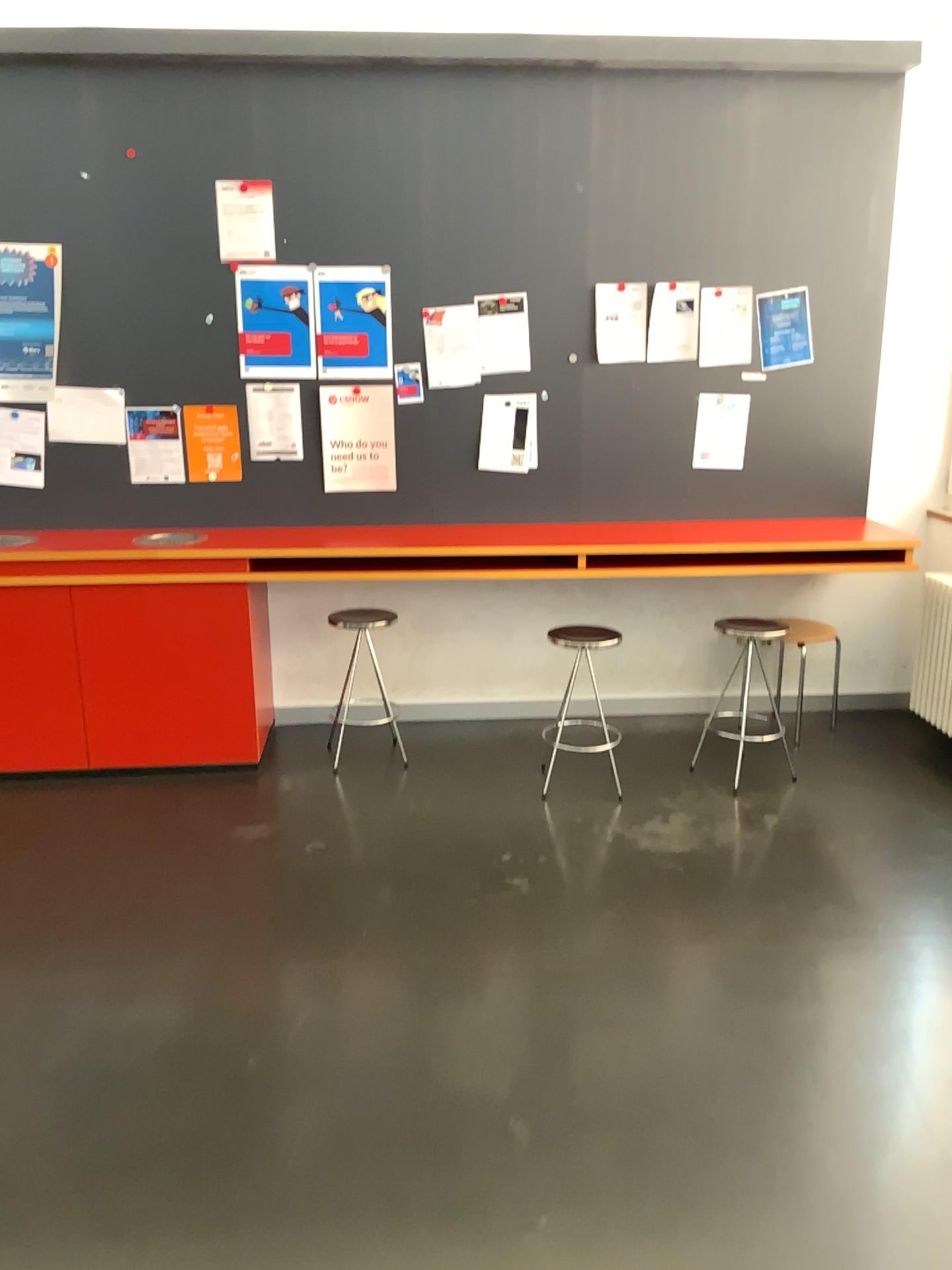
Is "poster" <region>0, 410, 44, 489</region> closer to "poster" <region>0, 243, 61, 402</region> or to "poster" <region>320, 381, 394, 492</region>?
"poster" <region>0, 243, 61, 402</region>

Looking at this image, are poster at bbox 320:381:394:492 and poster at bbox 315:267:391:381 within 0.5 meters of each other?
yes

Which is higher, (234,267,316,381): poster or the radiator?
(234,267,316,381): poster

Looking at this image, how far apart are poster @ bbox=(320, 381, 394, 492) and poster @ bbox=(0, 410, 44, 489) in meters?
1.1 m

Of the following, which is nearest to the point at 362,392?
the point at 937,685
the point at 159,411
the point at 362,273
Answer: the point at 362,273

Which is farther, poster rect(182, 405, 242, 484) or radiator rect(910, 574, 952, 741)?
radiator rect(910, 574, 952, 741)

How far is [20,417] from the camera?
4.2m

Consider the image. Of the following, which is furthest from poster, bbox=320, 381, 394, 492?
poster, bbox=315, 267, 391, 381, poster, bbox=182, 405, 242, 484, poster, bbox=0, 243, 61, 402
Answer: poster, bbox=0, 243, 61, 402

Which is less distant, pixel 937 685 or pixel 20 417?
pixel 20 417

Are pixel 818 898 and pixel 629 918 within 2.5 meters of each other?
yes
